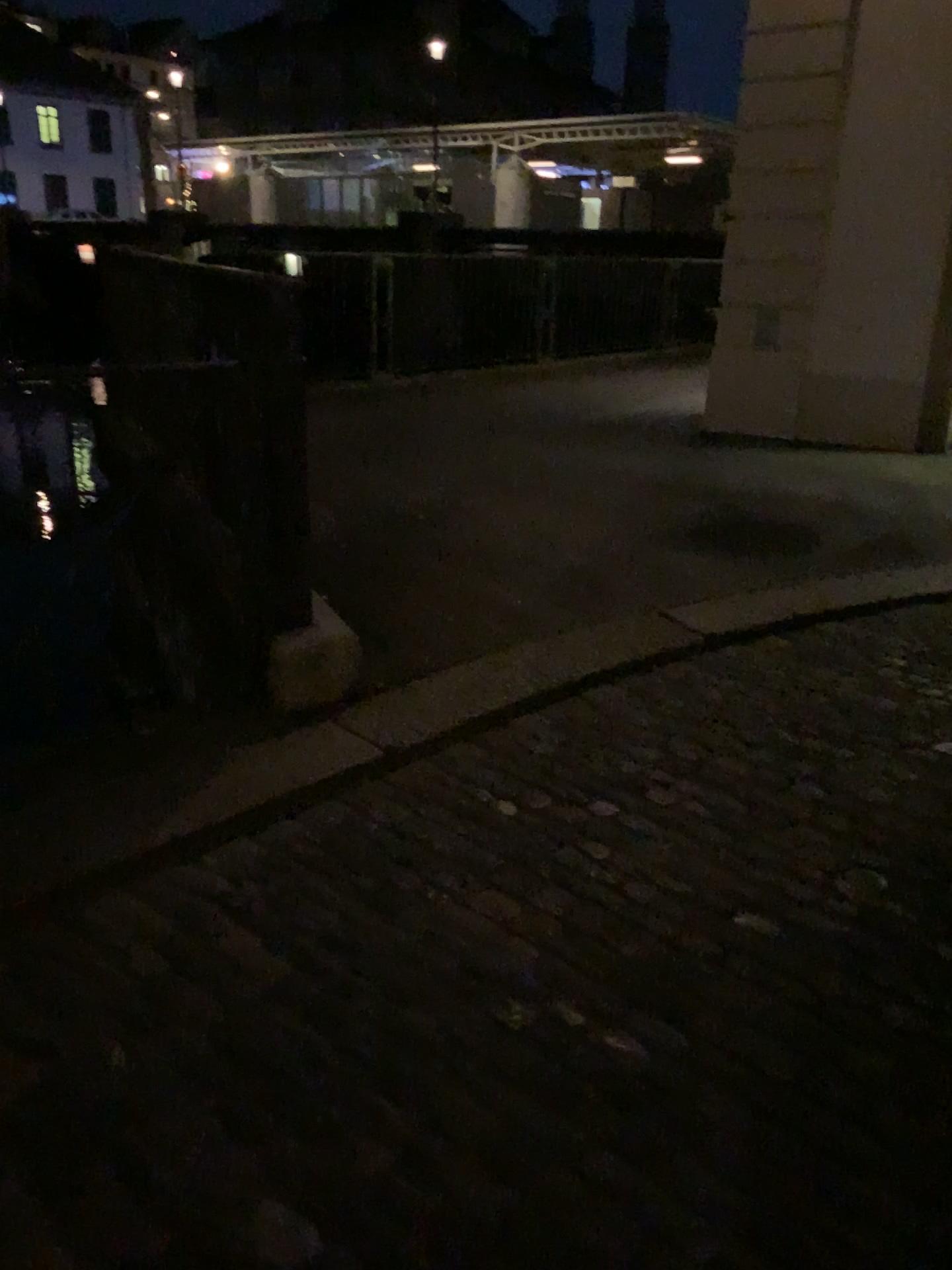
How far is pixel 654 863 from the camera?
2.4m
